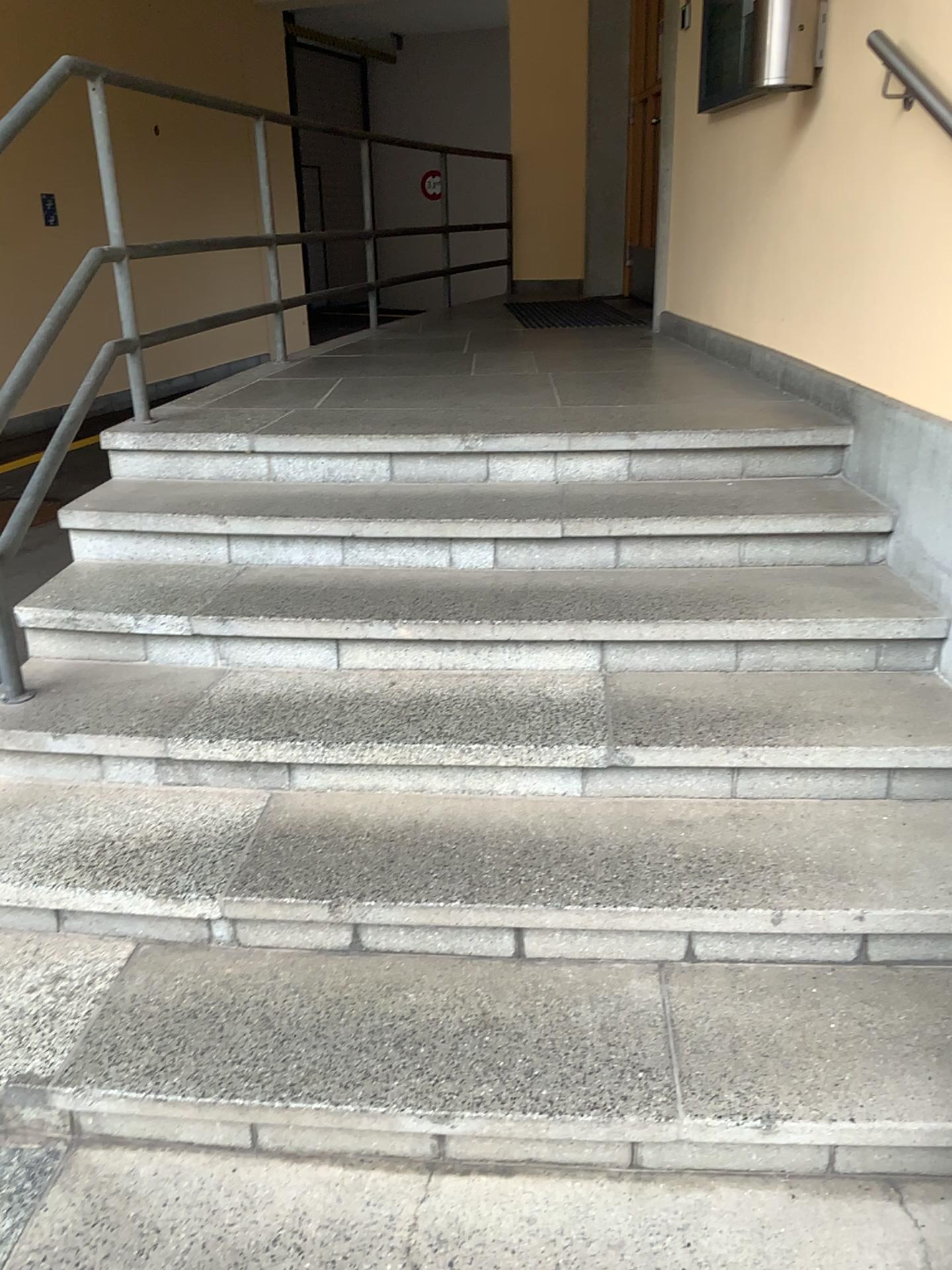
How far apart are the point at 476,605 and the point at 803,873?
0.9 meters

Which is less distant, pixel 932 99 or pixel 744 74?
pixel 932 99

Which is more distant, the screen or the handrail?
the screen
